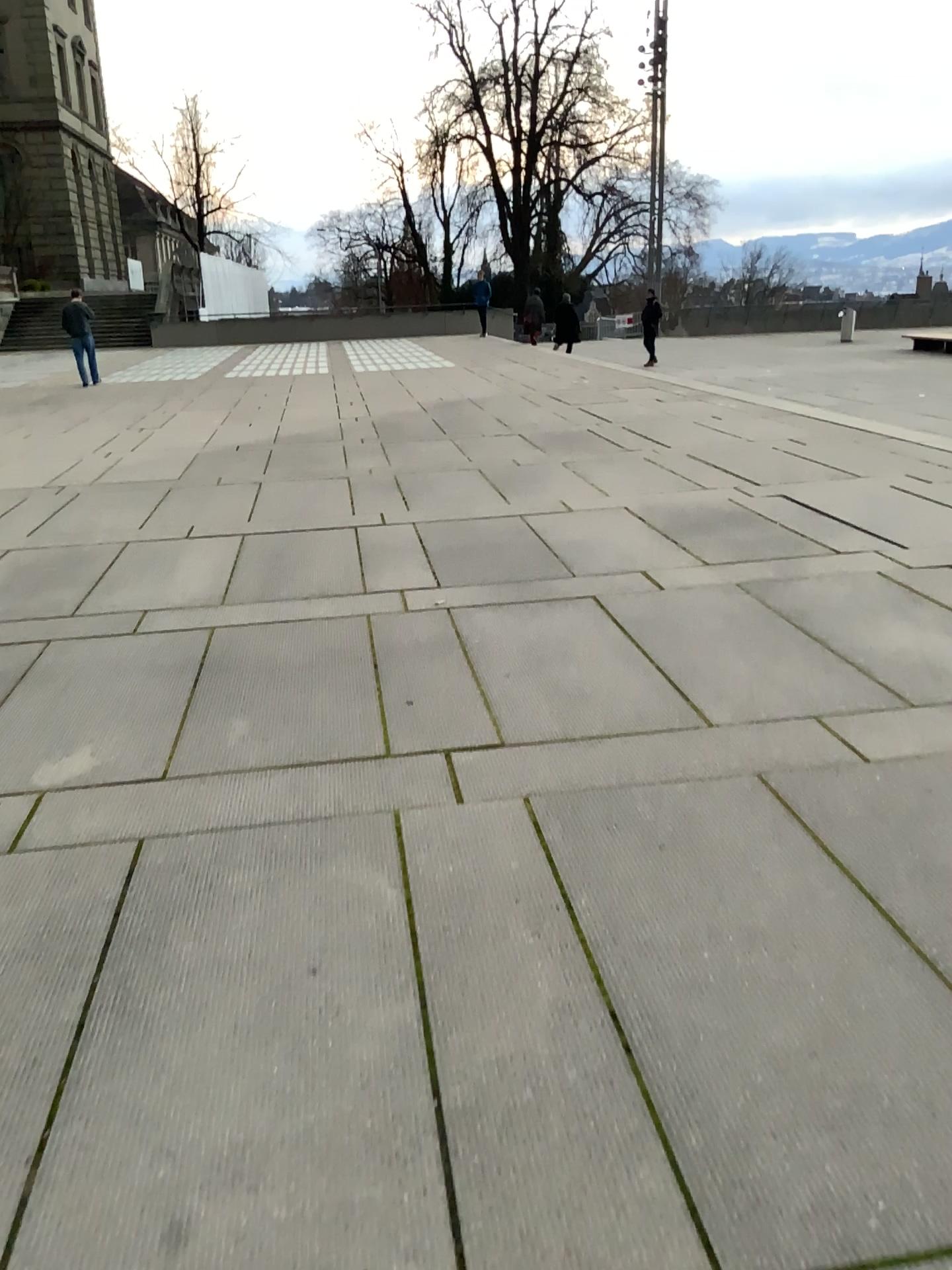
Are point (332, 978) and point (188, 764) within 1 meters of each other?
no
